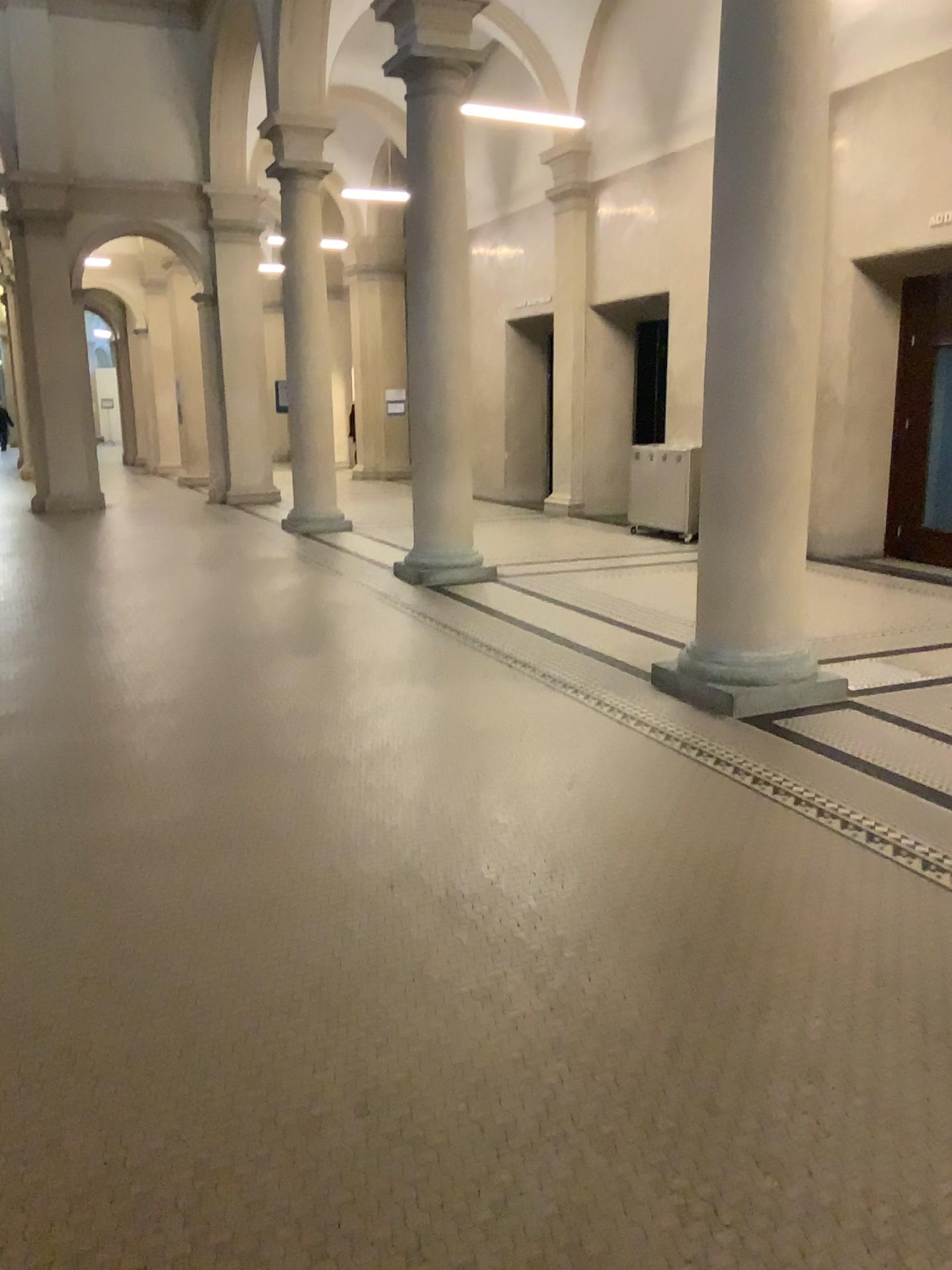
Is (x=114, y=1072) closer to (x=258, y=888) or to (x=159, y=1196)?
(x=159, y=1196)
